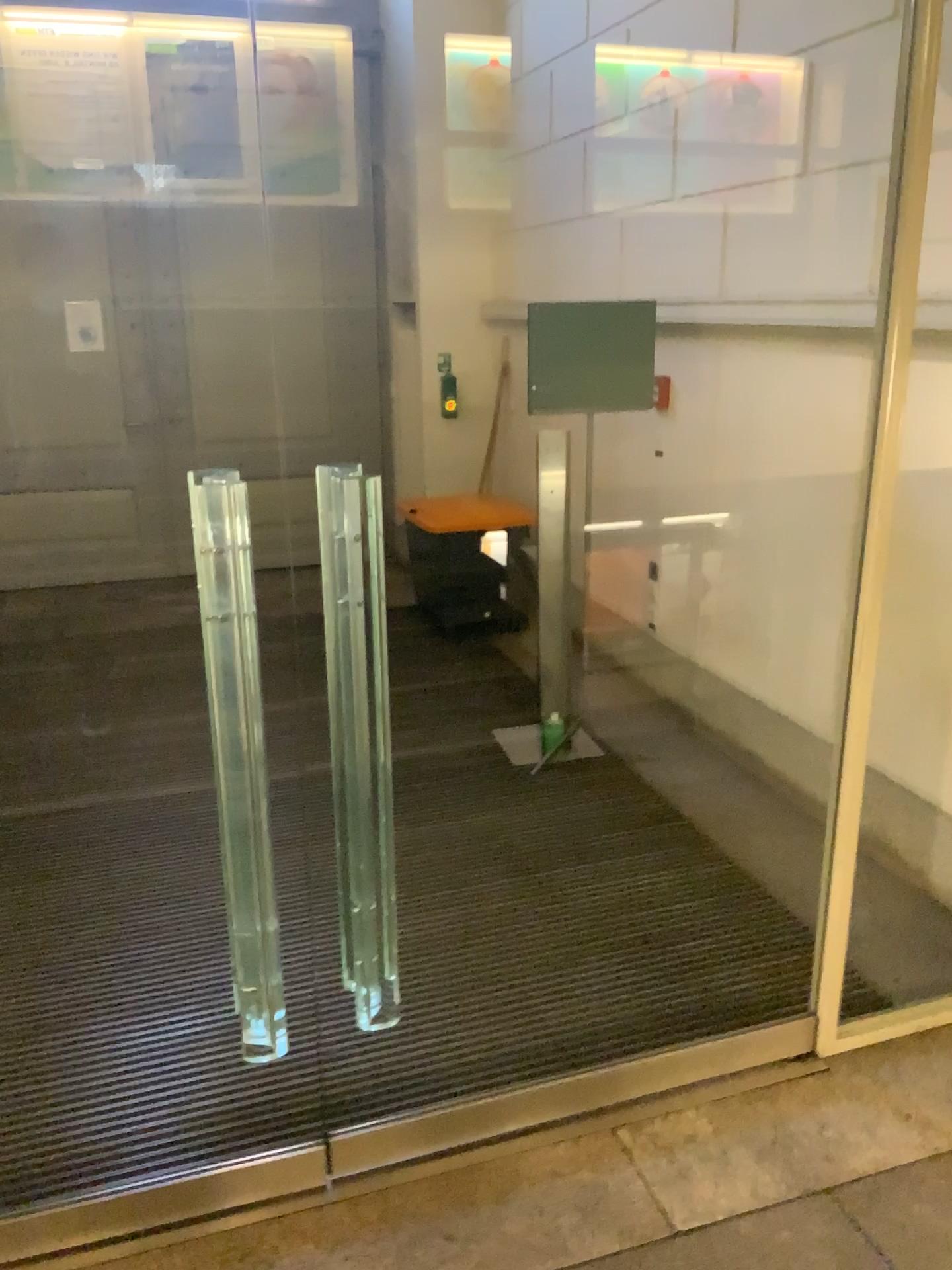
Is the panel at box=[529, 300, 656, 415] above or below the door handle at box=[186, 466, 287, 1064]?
above

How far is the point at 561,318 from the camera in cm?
400

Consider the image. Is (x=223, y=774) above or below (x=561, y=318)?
below

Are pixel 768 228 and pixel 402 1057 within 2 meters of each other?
no

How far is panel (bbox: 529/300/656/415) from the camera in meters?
4.0

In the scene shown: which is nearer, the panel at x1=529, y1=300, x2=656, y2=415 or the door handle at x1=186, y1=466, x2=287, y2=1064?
the door handle at x1=186, y1=466, x2=287, y2=1064

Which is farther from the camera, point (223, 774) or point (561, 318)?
point (561, 318)
